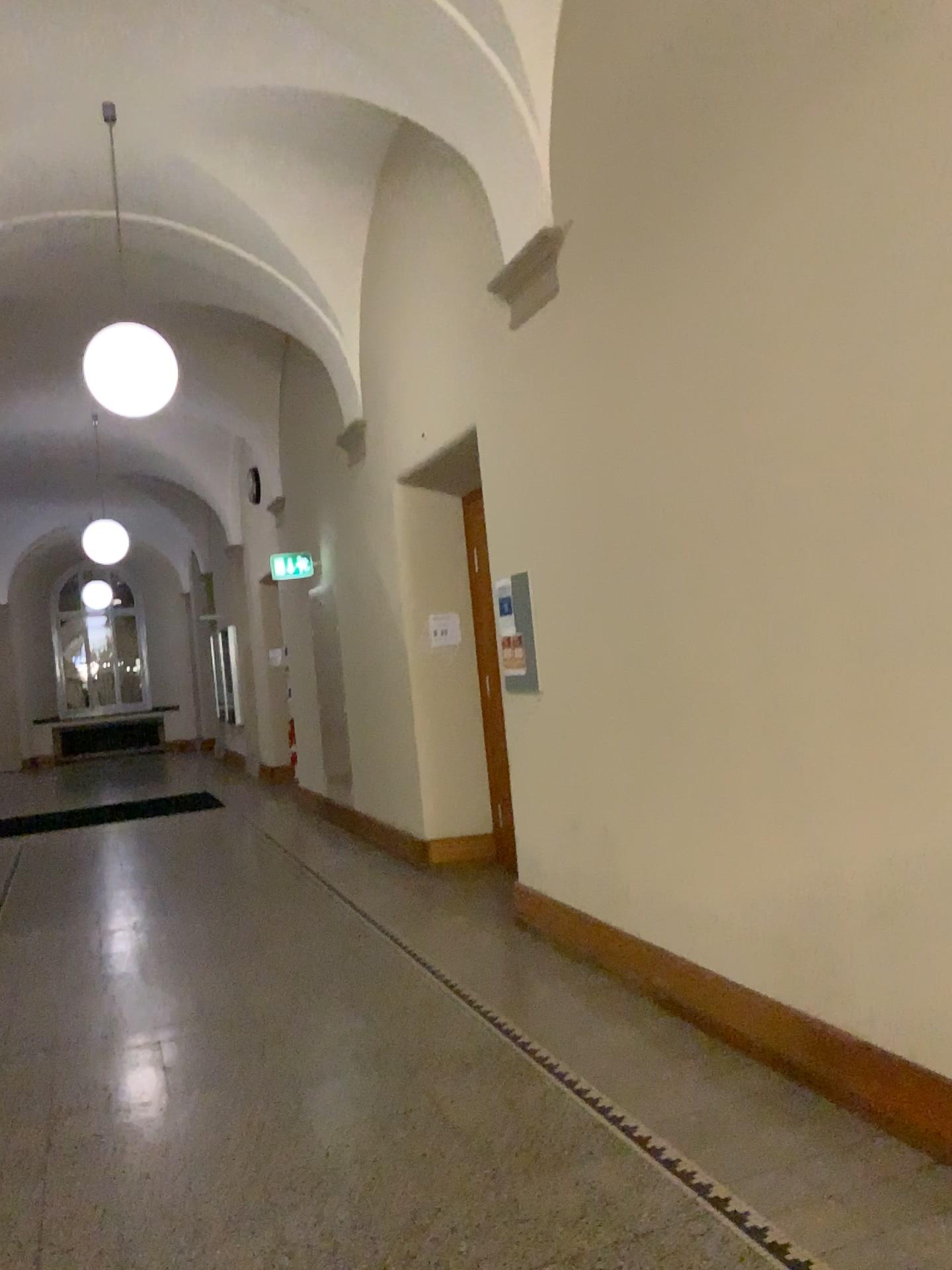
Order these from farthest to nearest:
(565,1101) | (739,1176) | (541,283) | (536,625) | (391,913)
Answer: (391,913)
(536,625)
(541,283)
(565,1101)
(739,1176)
